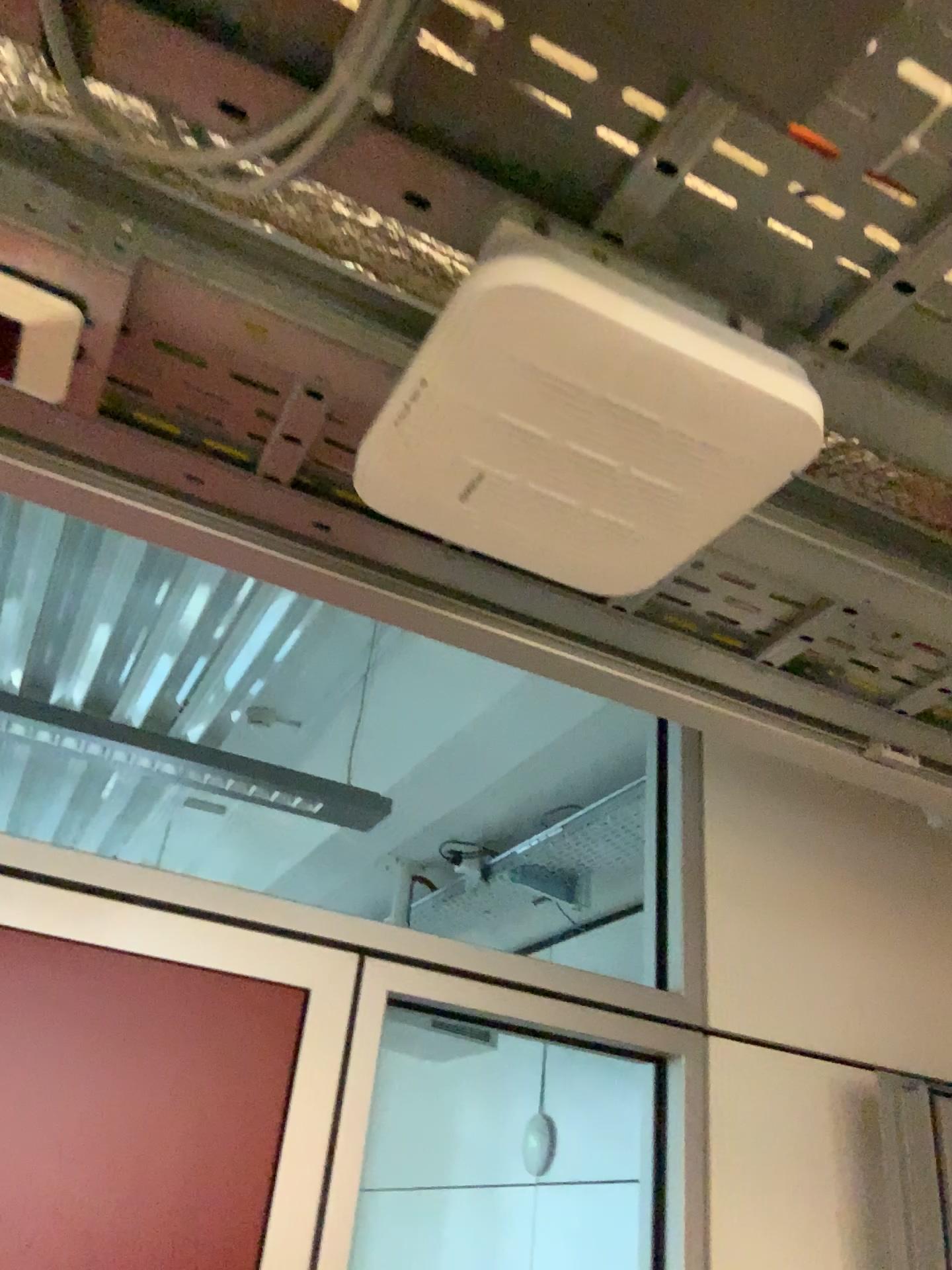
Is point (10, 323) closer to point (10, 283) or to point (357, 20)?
point (10, 283)

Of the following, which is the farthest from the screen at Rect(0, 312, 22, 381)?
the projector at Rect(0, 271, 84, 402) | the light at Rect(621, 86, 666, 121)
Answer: the light at Rect(621, 86, 666, 121)

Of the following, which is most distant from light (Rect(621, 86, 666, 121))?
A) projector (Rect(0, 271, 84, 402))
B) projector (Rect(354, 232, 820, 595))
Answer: projector (Rect(0, 271, 84, 402))

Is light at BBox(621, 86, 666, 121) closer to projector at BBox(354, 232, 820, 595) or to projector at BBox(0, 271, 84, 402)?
projector at BBox(354, 232, 820, 595)

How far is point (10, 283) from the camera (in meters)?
0.62

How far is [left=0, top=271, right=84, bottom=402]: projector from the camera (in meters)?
0.63

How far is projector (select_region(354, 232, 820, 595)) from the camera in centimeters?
54cm

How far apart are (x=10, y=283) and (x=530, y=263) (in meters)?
0.32

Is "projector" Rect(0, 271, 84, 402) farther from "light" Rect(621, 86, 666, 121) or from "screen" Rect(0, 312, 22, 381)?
"light" Rect(621, 86, 666, 121)

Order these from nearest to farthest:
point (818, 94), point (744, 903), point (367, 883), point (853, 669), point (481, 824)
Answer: point (818, 94)
point (853, 669)
point (744, 903)
point (481, 824)
point (367, 883)
